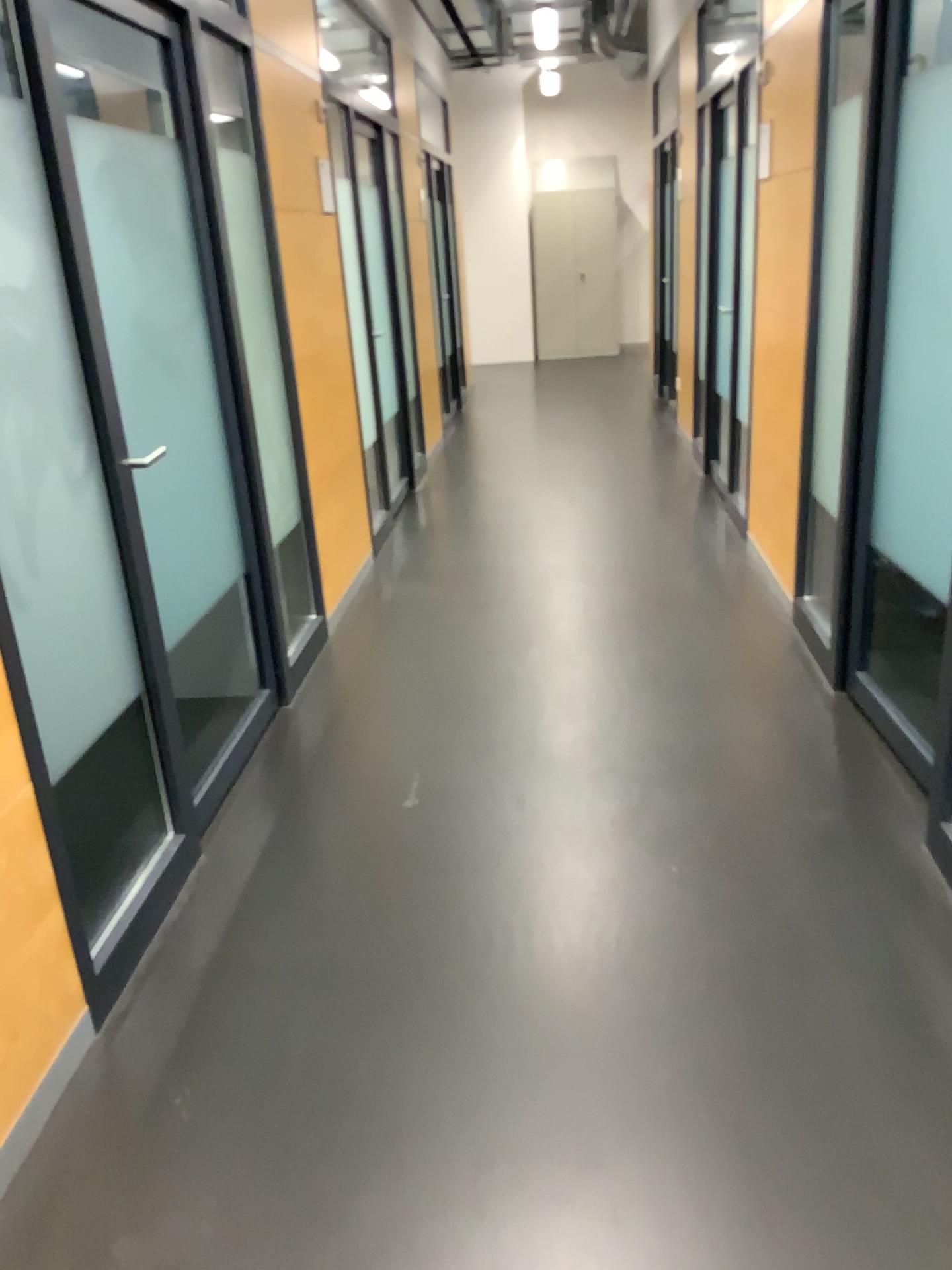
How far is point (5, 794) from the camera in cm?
175

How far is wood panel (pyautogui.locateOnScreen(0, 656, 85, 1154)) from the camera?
1.8 meters

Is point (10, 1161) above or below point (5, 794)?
below

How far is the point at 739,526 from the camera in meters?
5.1
